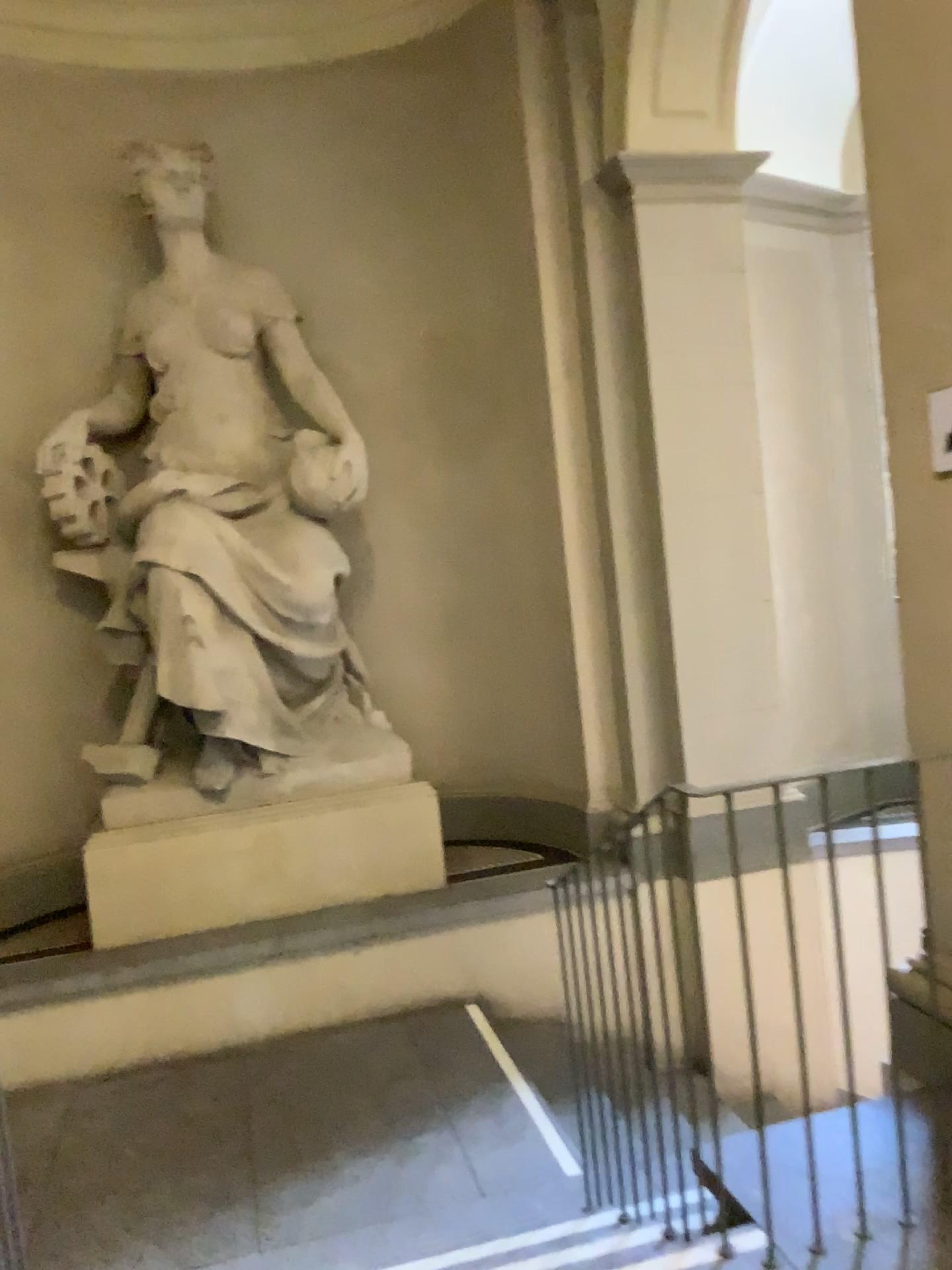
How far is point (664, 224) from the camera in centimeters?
480cm

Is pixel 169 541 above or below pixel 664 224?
below

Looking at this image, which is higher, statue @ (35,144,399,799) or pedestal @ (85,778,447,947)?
statue @ (35,144,399,799)

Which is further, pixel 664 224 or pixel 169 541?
pixel 664 224

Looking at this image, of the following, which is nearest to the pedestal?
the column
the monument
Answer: the monument

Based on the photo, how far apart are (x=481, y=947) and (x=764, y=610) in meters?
2.1 m

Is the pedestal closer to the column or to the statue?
the statue

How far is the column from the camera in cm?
480

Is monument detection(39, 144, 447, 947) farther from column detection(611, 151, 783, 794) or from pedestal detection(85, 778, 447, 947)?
column detection(611, 151, 783, 794)

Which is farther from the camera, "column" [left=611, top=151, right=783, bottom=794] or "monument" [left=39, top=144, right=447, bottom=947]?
"column" [left=611, top=151, right=783, bottom=794]
